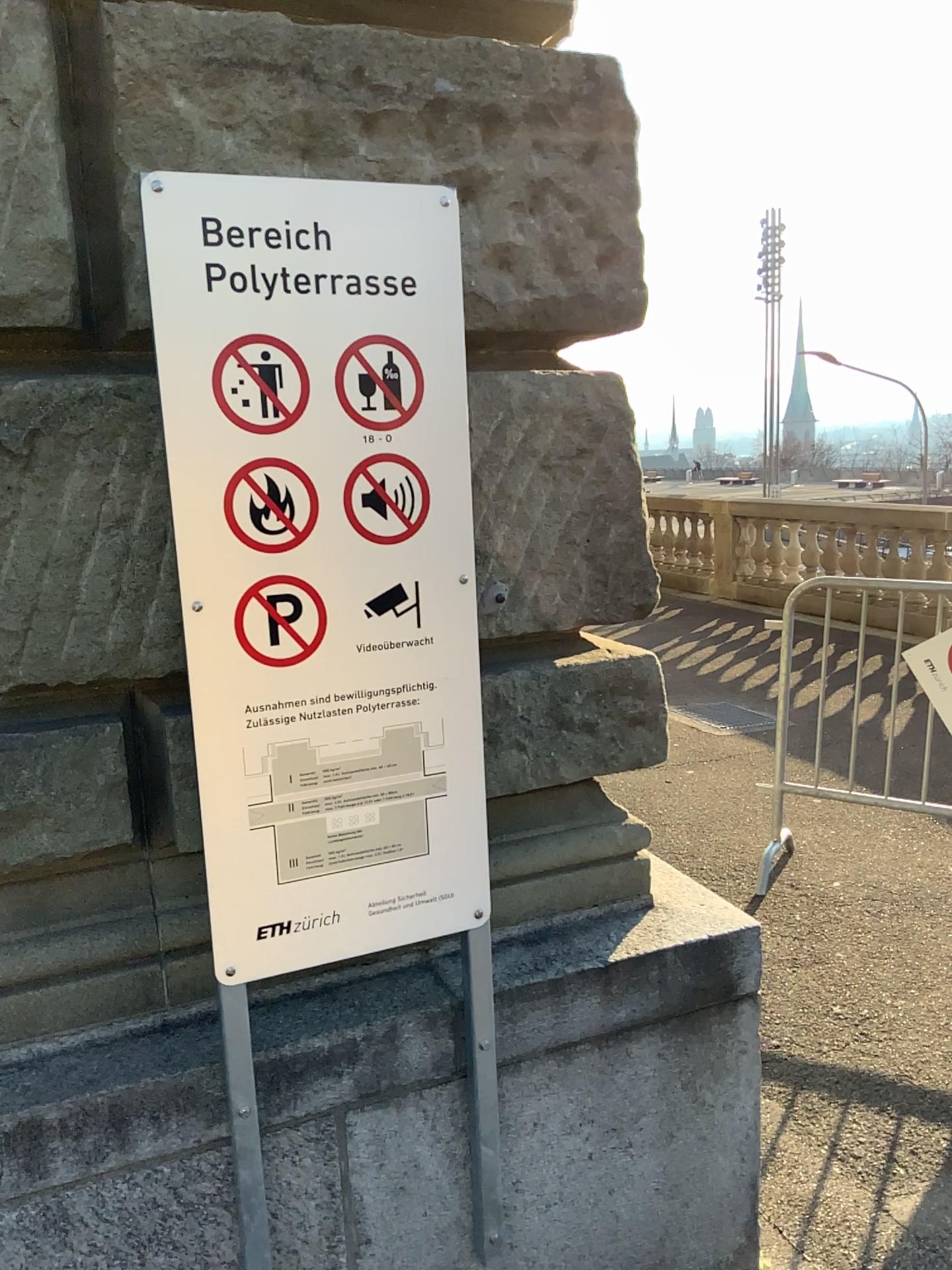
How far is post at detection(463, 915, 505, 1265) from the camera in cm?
167

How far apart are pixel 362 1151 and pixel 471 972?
0.3m

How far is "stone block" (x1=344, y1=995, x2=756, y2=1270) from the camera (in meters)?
1.70

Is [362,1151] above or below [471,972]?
below

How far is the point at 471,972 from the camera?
1.7m

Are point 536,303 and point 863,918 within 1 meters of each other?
no
